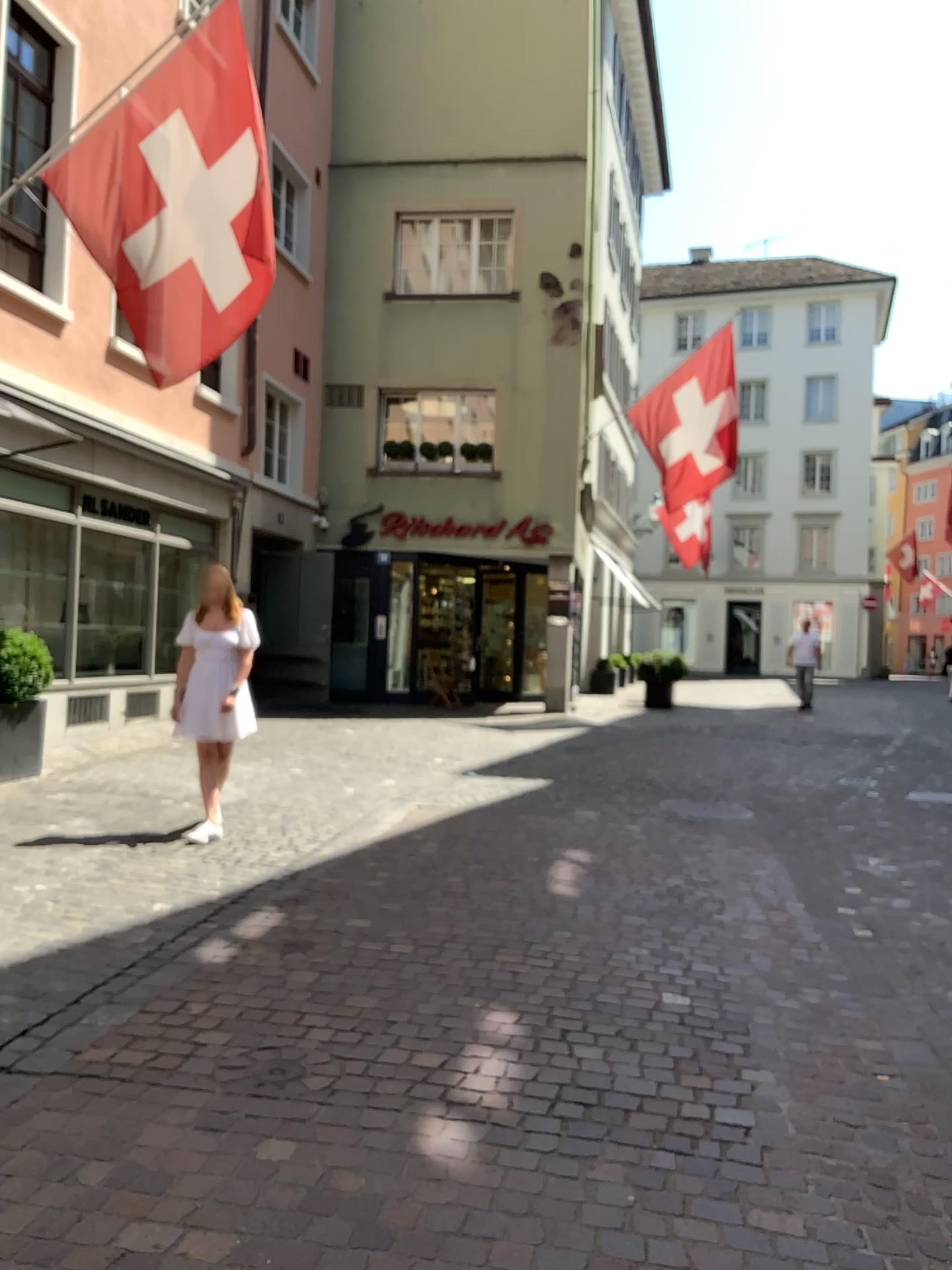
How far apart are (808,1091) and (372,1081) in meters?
1.3 m
